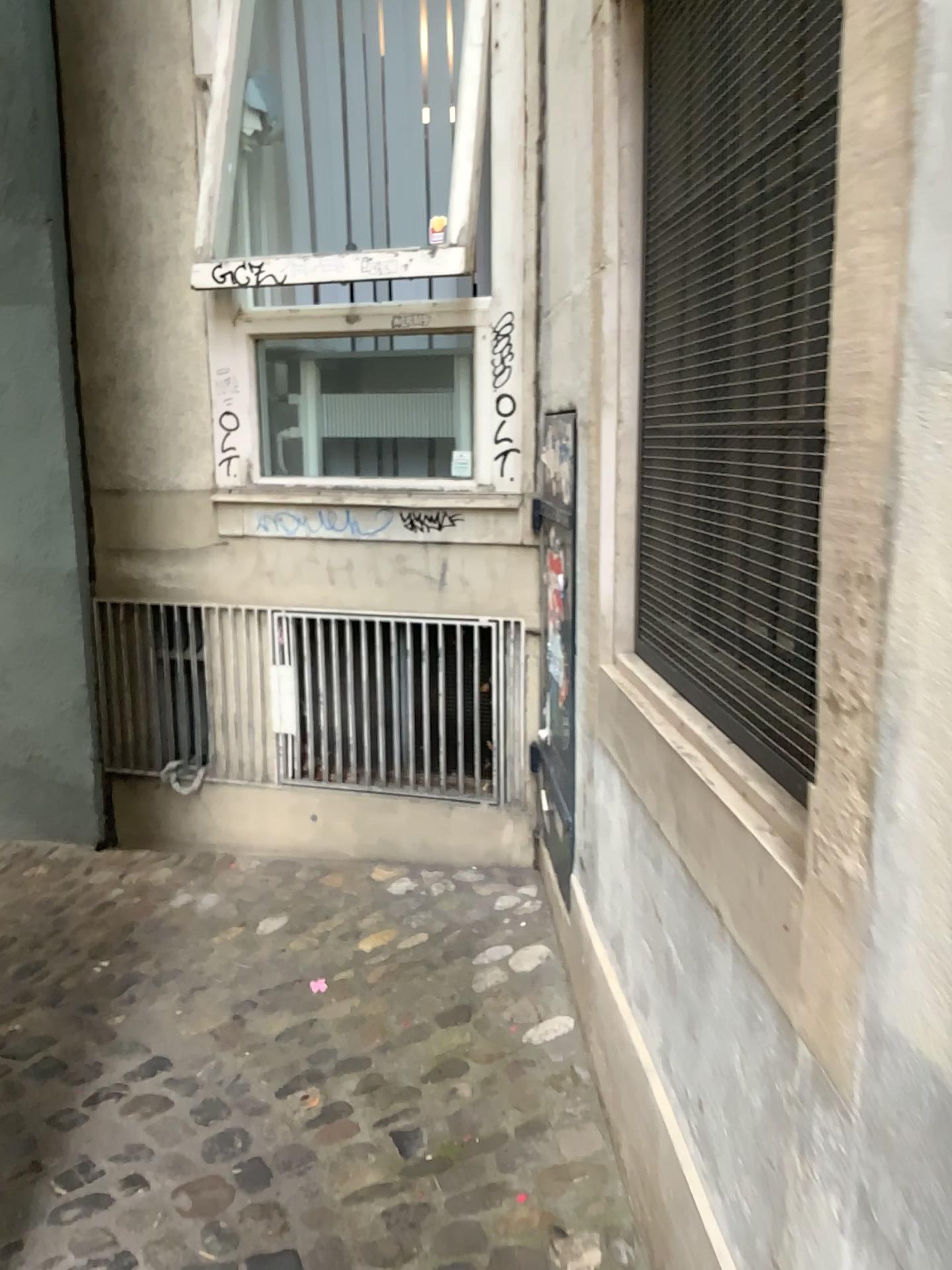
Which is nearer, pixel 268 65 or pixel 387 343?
pixel 387 343

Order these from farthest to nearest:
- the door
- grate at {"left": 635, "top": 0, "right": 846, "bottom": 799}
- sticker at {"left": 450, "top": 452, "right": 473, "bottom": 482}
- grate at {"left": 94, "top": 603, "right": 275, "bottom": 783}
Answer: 1. grate at {"left": 94, "top": 603, "right": 275, "bottom": 783}
2. sticker at {"left": 450, "top": 452, "right": 473, "bottom": 482}
3. the door
4. grate at {"left": 635, "top": 0, "right": 846, "bottom": 799}

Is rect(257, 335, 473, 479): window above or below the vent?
above

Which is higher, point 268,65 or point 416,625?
point 268,65

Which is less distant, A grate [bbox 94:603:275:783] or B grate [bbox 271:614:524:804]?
B grate [bbox 271:614:524:804]

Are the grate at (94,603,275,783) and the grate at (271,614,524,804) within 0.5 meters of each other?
yes

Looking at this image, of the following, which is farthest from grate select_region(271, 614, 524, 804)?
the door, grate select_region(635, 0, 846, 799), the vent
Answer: grate select_region(635, 0, 846, 799)

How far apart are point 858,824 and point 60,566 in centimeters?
333cm

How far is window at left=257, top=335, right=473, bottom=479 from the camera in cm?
326

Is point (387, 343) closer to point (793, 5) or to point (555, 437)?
point (555, 437)
